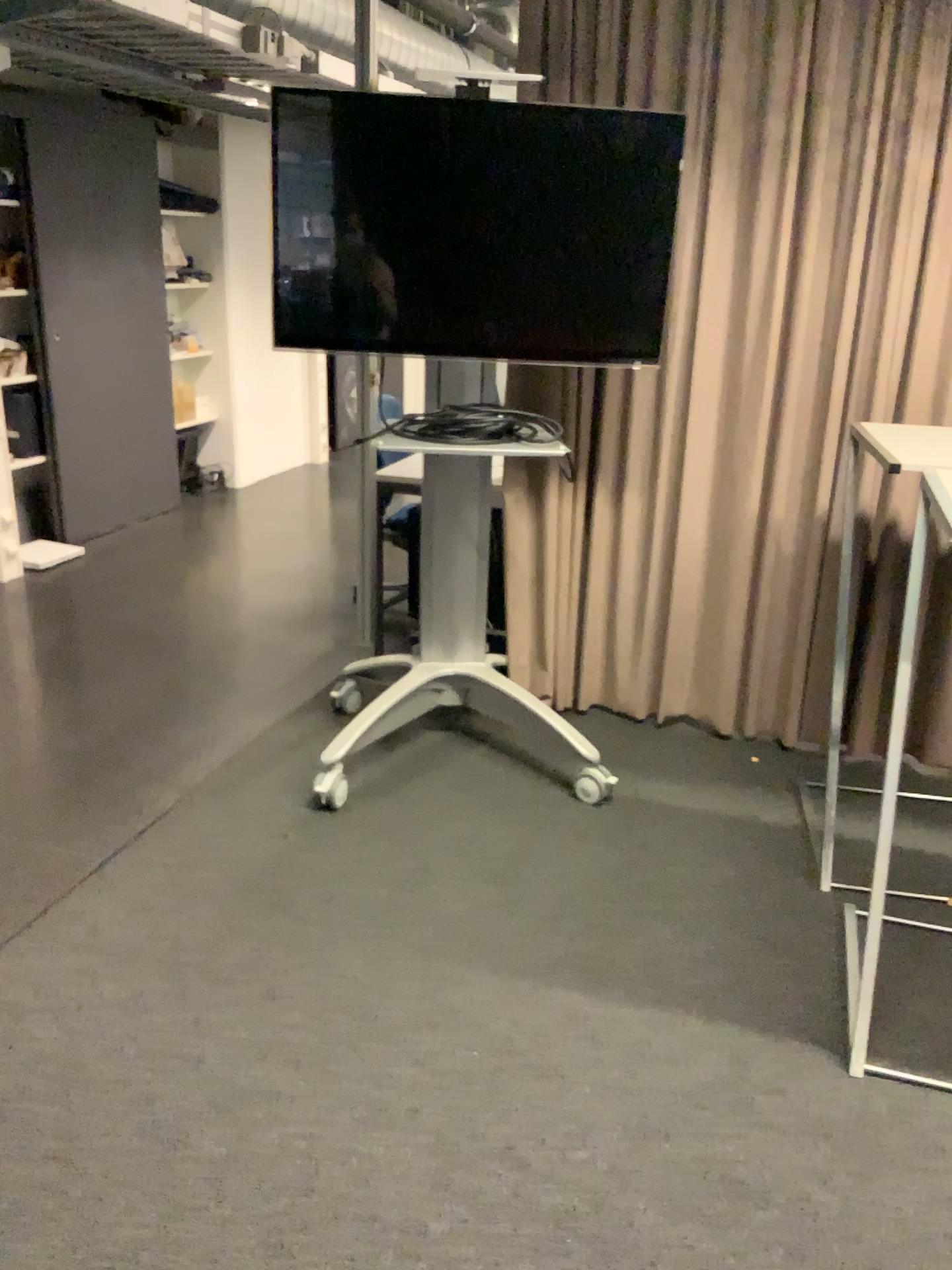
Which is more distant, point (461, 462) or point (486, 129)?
point (461, 462)

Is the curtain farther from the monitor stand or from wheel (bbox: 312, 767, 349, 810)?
wheel (bbox: 312, 767, 349, 810)

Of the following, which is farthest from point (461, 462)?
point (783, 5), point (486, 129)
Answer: A: point (783, 5)

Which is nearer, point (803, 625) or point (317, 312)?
point (317, 312)

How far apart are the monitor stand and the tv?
0.3m

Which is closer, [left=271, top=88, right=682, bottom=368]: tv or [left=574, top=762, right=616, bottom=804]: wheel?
[left=271, top=88, right=682, bottom=368]: tv

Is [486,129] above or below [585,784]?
above

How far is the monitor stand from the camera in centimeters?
317cm

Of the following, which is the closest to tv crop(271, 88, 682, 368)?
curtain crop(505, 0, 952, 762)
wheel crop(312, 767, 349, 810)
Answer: curtain crop(505, 0, 952, 762)

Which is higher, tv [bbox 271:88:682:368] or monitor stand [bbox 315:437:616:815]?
tv [bbox 271:88:682:368]
